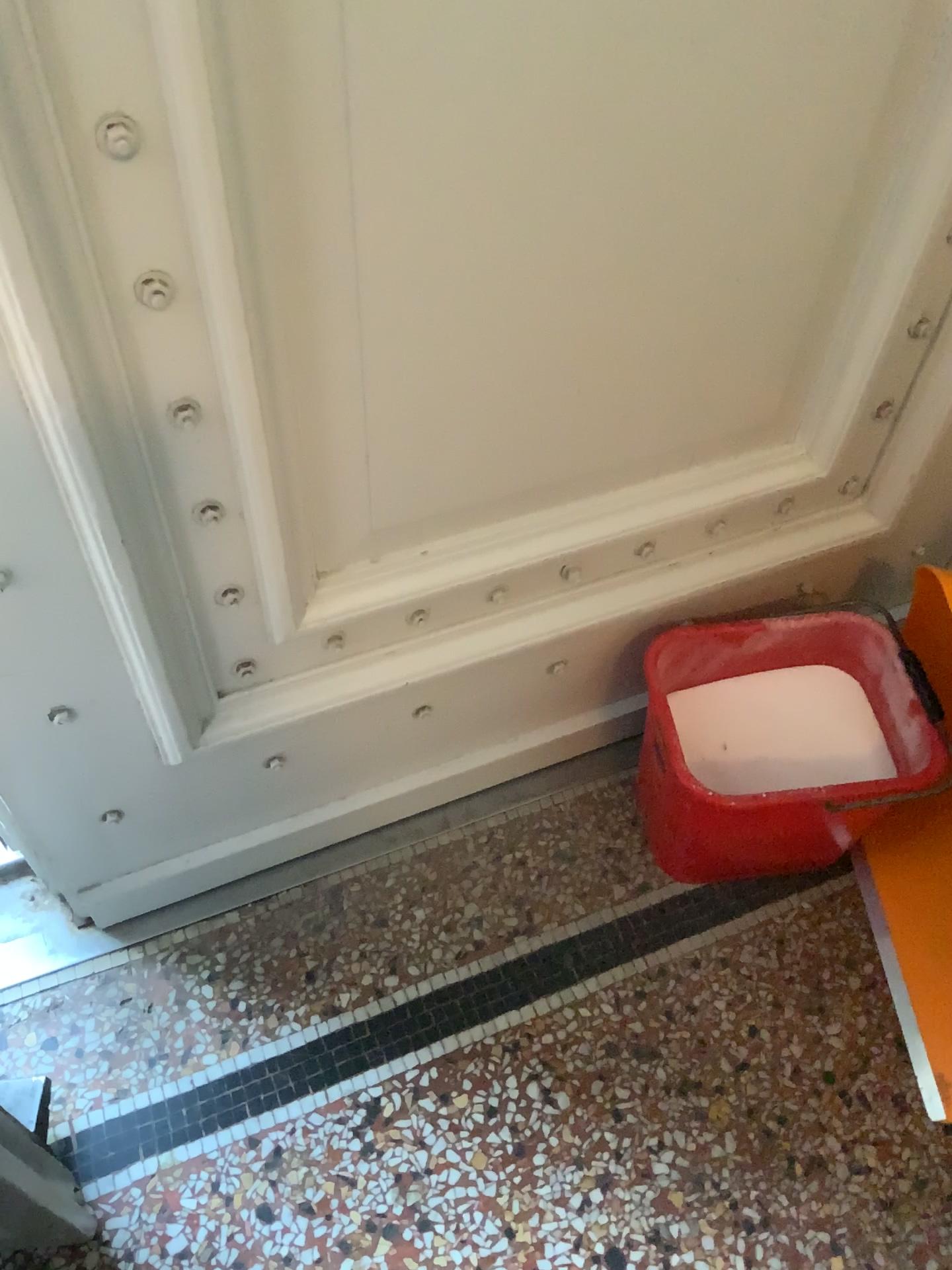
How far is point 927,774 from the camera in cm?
113

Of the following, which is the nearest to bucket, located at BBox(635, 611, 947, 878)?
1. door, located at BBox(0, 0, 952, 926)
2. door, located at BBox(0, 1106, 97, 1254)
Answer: door, located at BBox(0, 0, 952, 926)

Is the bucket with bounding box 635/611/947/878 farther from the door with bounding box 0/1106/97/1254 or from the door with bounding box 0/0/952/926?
the door with bounding box 0/1106/97/1254

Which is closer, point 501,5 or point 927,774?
point 501,5

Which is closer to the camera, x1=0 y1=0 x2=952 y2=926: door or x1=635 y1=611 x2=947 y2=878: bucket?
x1=0 y1=0 x2=952 y2=926: door

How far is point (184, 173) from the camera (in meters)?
0.64

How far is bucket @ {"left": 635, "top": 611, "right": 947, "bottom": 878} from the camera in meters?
1.1

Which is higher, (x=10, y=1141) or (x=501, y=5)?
(x=501, y=5)
